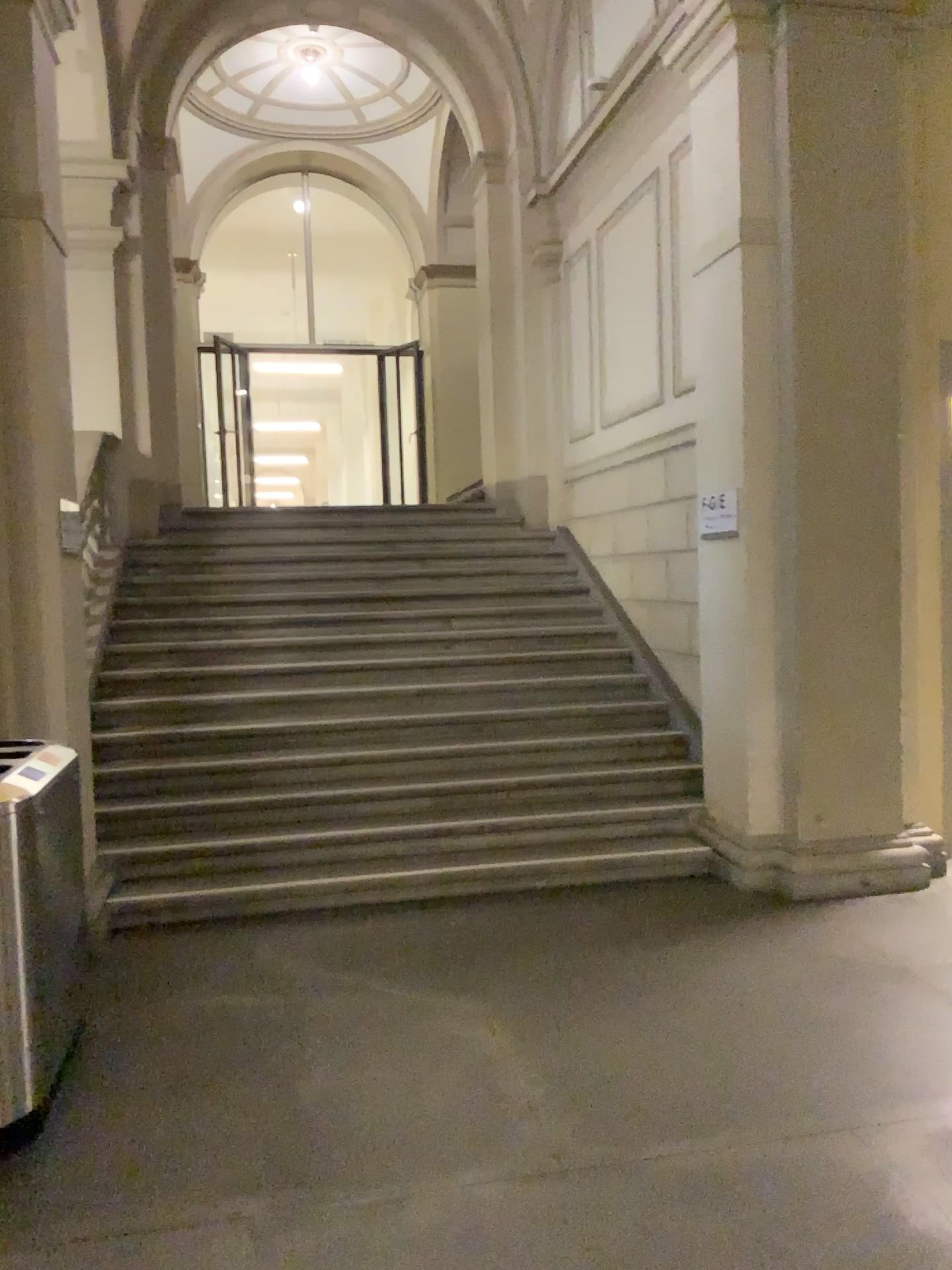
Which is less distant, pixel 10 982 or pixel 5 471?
pixel 10 982

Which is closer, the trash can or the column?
the trash can

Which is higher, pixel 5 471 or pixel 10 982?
pixel 5 471

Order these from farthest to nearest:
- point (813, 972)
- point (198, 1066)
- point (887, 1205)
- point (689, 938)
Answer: point (689, 938)
point (813, 972)
point (198, 1066)
point (887, 1205)
